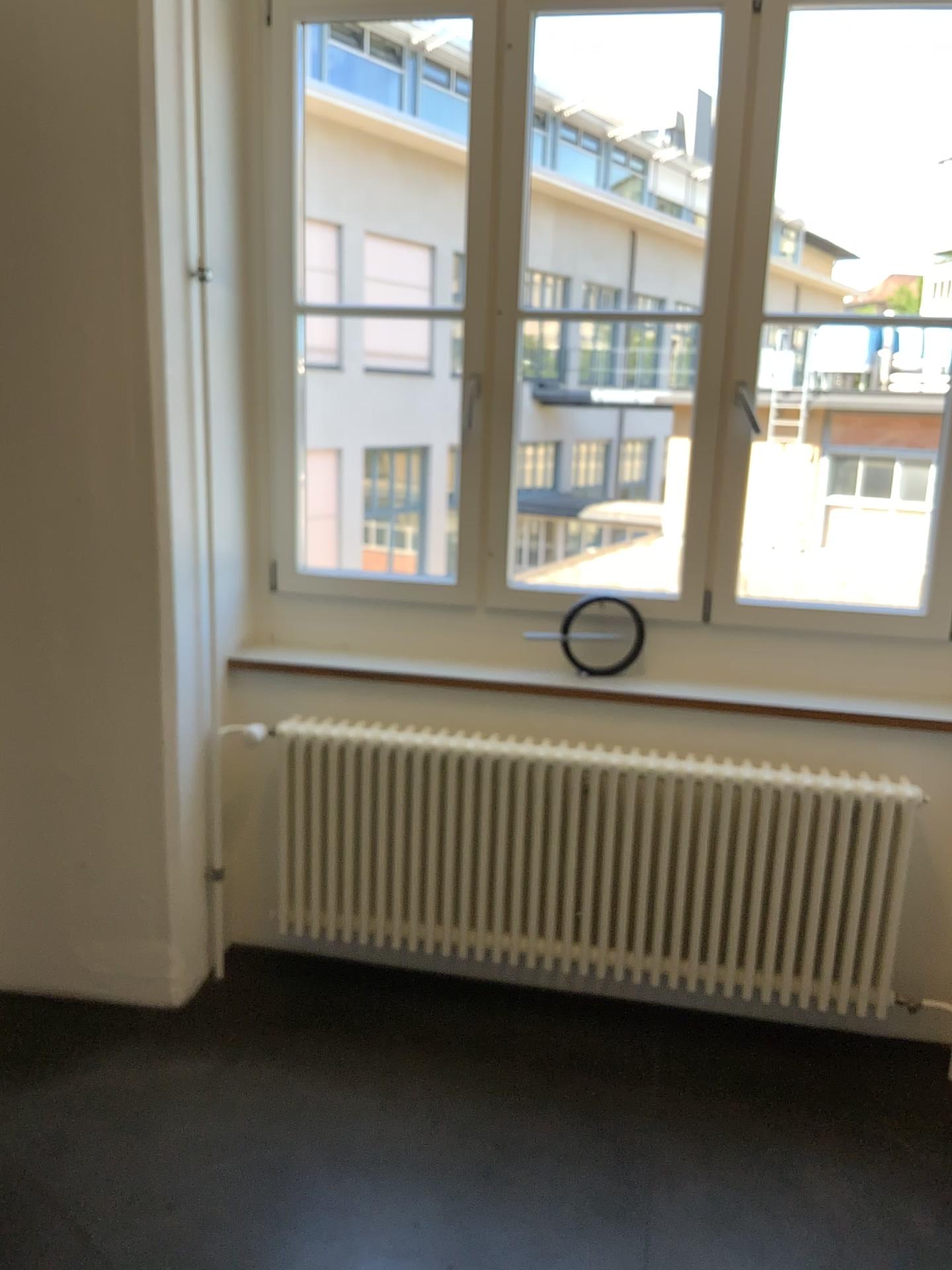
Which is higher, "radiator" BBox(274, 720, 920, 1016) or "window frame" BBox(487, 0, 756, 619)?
"window frame" BBox(487, 0, 756, 619)

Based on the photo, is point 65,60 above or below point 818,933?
above

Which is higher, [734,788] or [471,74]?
[471,74]

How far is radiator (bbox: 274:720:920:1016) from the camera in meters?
2.6 m

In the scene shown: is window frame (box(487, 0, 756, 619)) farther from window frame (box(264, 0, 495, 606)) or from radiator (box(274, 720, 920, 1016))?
radiator (box(274, 720, 920, 1016))

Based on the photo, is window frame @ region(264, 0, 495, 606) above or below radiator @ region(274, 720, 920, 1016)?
above

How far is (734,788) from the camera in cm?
262

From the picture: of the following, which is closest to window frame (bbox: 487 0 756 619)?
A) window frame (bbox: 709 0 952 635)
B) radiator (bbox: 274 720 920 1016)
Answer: window frame (bbox: 709 0 952 635)

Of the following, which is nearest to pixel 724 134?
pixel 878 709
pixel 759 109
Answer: pixel 759 109

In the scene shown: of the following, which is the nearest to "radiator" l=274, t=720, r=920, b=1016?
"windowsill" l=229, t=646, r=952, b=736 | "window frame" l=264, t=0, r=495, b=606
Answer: "windowsill" l=229, t=646, r=952, b=736
